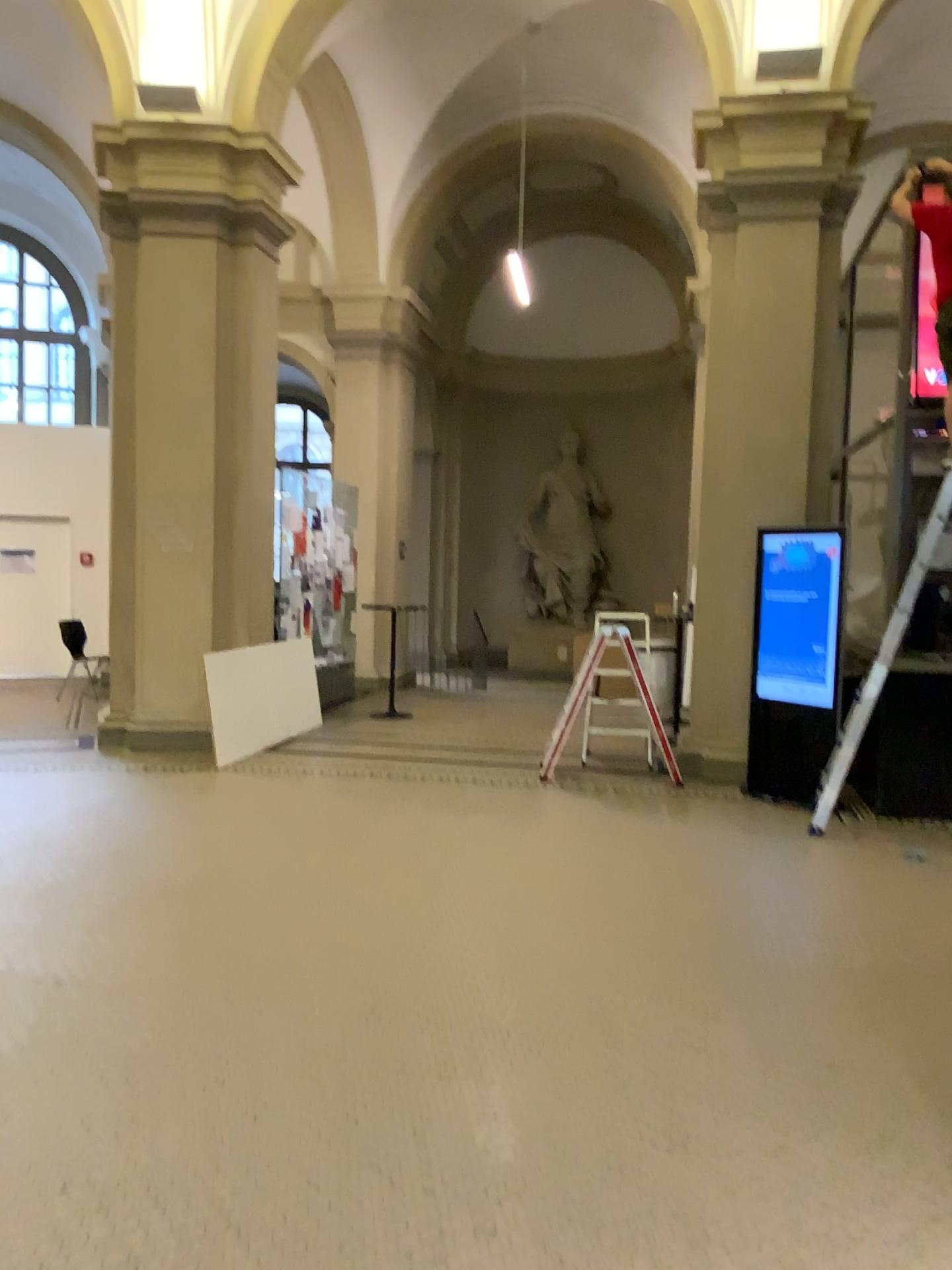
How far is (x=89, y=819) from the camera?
5.6 meters
